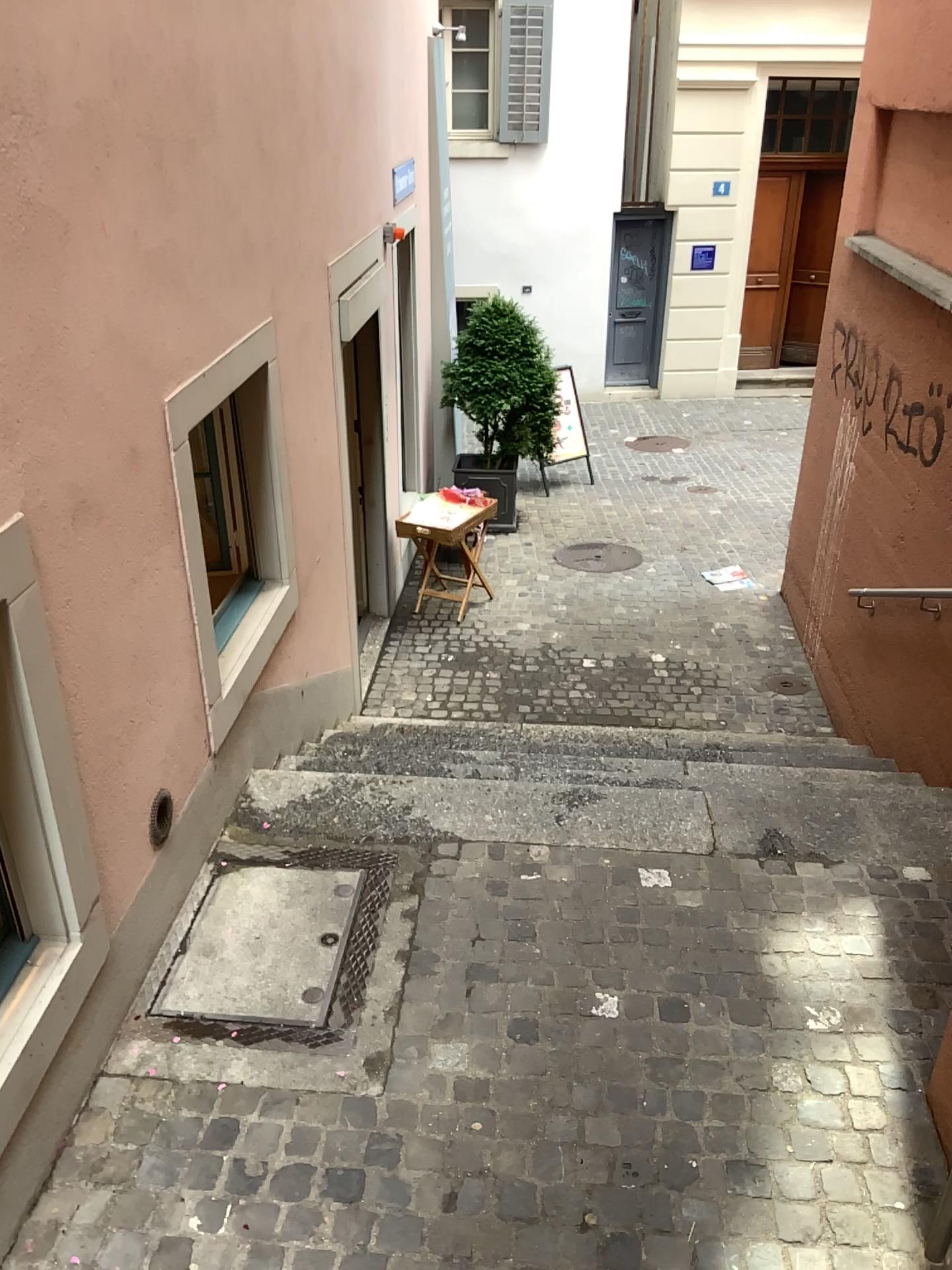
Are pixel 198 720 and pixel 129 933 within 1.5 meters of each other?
yes
